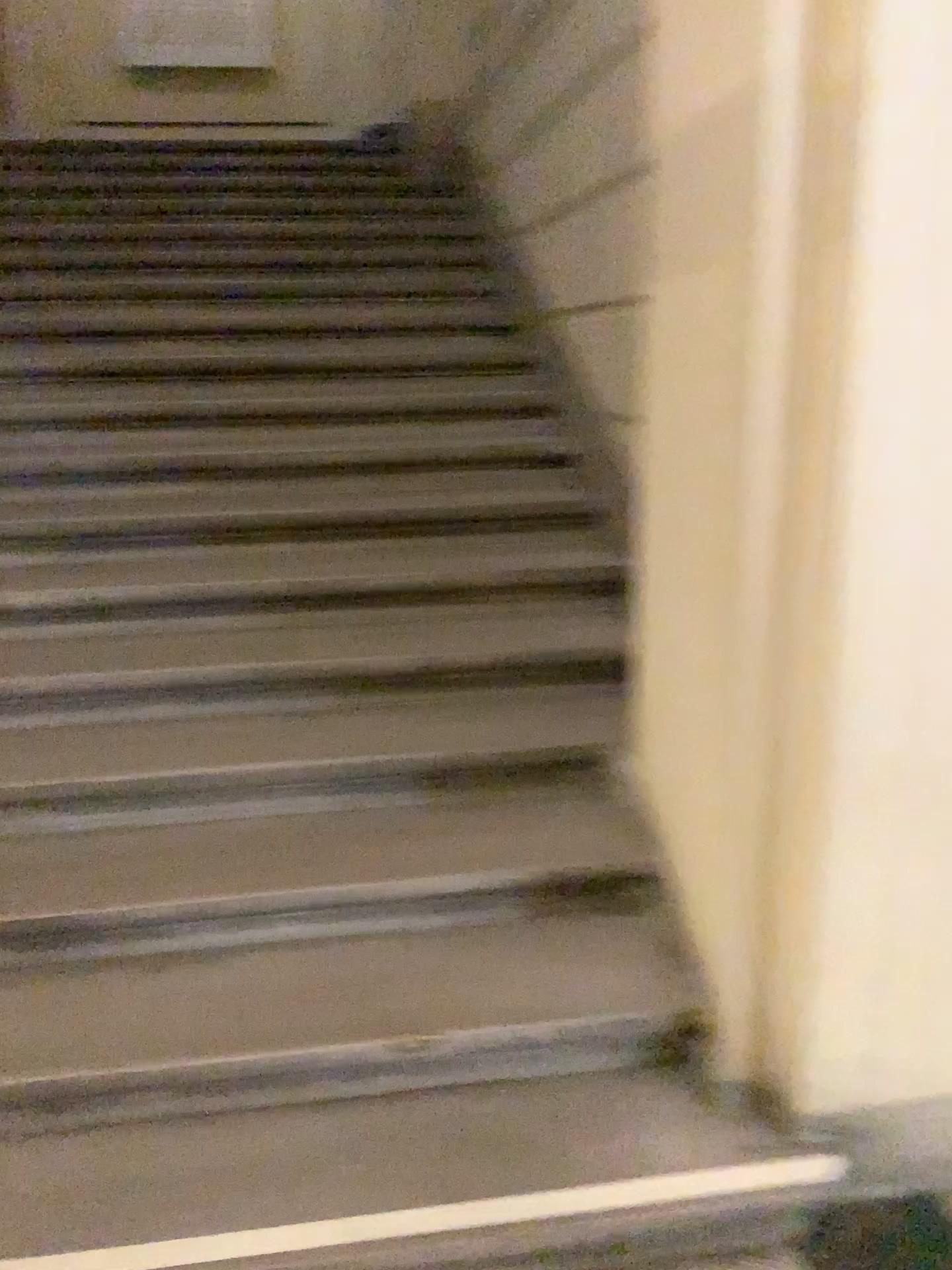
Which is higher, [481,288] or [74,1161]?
[481,288]
